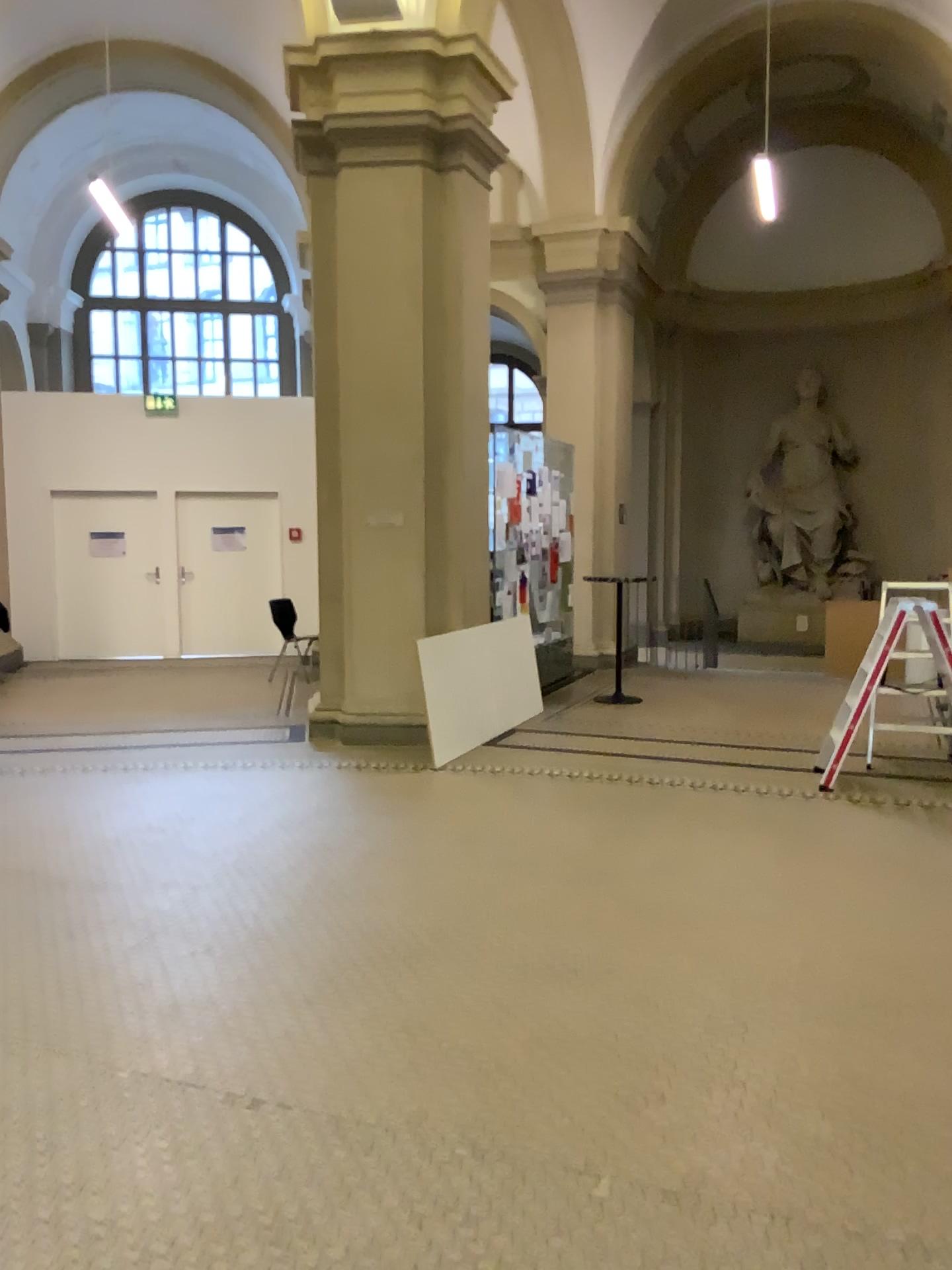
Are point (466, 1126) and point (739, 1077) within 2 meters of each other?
yes
